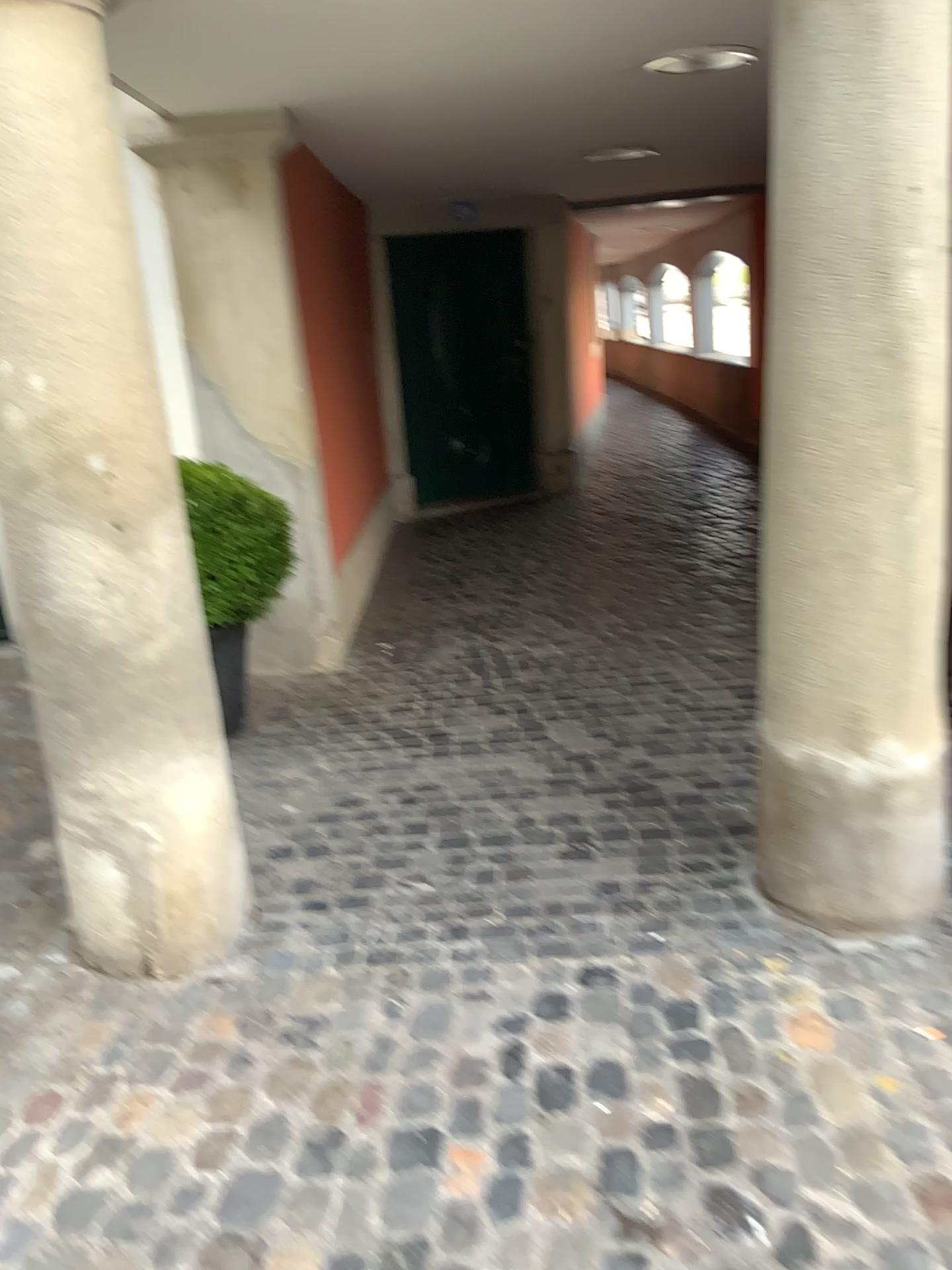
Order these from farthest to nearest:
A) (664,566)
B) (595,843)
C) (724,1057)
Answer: (664,566) < (595,843) < (724,1057)

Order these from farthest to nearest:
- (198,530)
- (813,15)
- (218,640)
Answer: (218,640) < (198,530) < (813,15)

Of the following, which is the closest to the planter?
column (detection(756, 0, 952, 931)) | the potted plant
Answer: the potted plant

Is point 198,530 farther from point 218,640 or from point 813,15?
point 813,15

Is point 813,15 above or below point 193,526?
above

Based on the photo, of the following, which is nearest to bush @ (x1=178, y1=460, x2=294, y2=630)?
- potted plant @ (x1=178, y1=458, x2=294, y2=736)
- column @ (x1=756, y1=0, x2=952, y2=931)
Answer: potted plant @ (x1=178, y1=458, x2=294, y2=736)

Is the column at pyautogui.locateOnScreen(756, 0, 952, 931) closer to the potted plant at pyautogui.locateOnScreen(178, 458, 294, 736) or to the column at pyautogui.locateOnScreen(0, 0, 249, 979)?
the column at pyautogui.locateOnScreen(0, 0, 249, 979)

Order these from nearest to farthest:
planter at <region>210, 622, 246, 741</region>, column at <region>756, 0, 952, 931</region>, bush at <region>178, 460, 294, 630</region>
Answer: column at <region>756, 0, 952, 931</region>, bush at <region>178, 460, 294, 630</region>, planter at <region>210, 622, 246, 741</region>

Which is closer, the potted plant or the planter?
the potted plant

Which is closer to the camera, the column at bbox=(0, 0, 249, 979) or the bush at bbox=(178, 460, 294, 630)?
the column at bbox=(0, 0, 249, 979)
